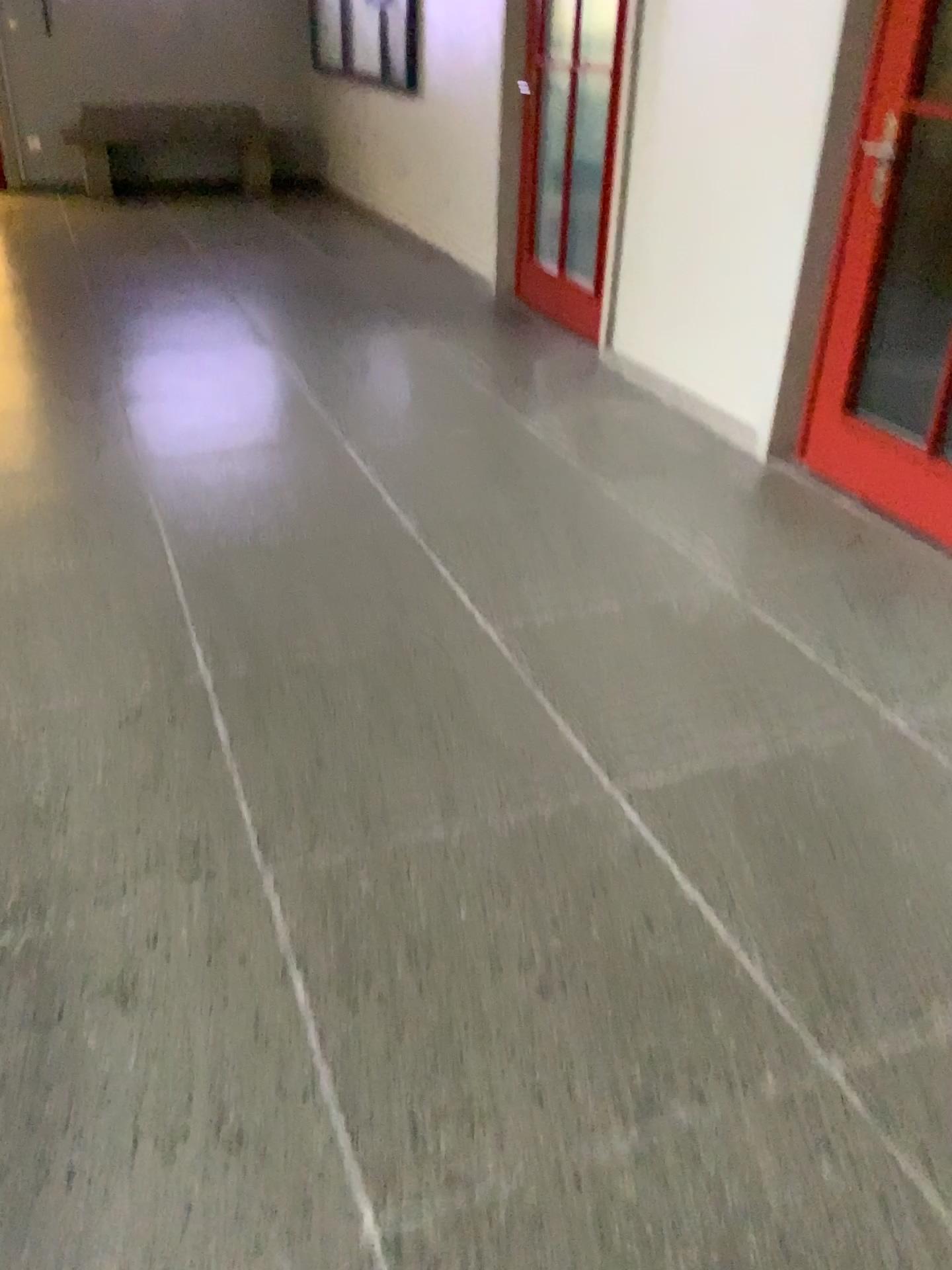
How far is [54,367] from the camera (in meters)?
4.33
